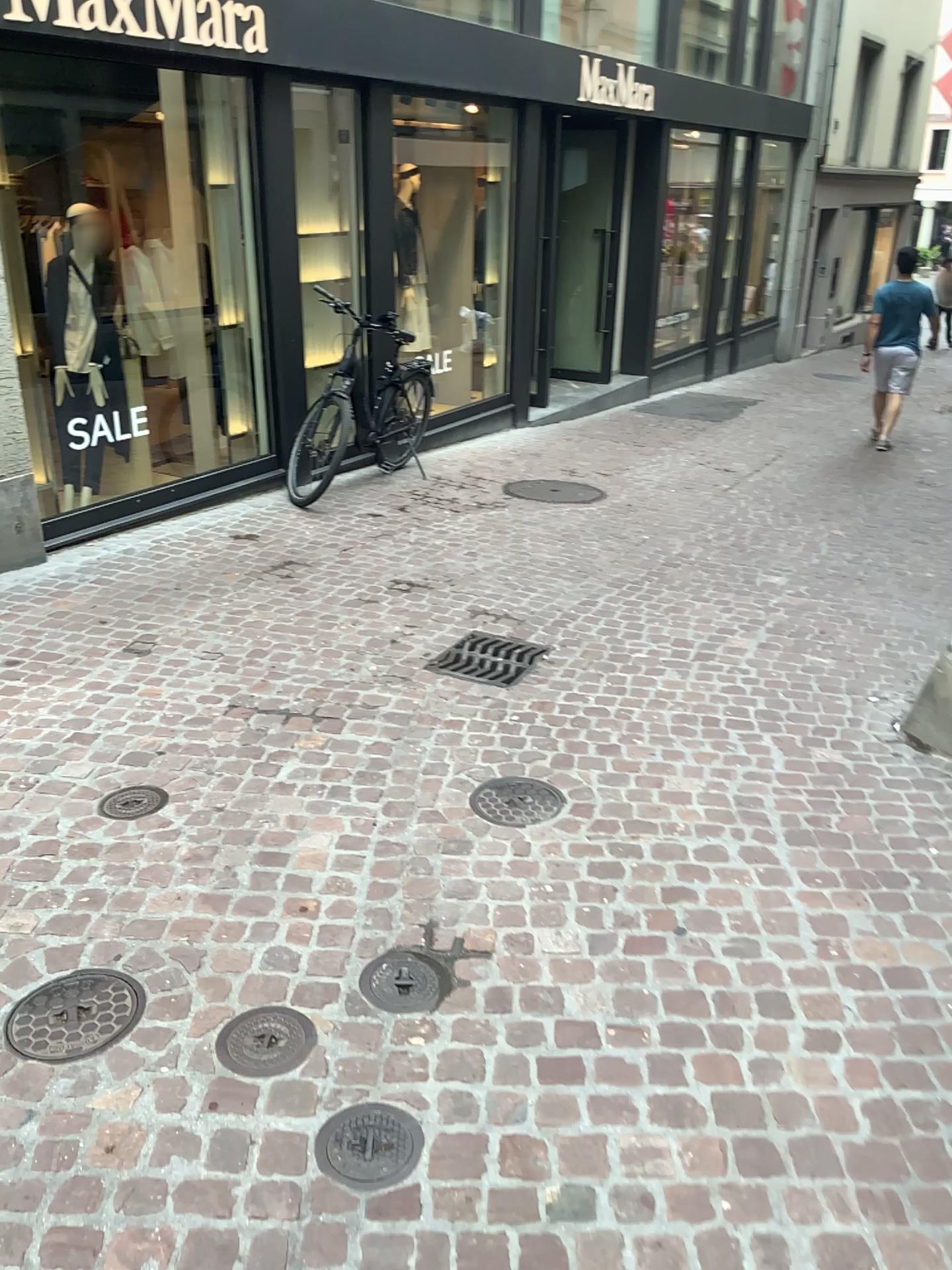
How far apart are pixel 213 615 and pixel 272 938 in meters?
2.4

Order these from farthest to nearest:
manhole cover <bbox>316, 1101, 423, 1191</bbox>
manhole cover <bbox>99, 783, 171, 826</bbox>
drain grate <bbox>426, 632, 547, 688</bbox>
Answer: drain grate <bbox>426, 632, 547, 688</bbox> → manhole cover <bbox>99, 783, 171, 826</bbox> → manhole cover <bbox>316, 1101, 423, 1191</bbox>

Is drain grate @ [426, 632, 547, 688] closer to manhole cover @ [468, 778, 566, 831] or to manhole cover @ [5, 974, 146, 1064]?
manhole cover @ [468, 778, 566, 831]

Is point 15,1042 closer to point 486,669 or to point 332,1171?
point 332,1171

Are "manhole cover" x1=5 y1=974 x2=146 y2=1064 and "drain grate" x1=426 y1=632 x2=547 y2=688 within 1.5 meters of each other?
no

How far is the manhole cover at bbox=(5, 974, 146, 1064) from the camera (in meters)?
2.22

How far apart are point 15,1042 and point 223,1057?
0.4 meters

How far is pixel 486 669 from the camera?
4.2m

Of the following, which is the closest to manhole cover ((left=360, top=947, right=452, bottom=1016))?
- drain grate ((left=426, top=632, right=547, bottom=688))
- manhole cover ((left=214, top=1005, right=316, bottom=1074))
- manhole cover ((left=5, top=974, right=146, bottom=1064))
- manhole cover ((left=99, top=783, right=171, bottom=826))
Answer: manhole cover ((left=214, top=1005, right=316, bottom=1074))

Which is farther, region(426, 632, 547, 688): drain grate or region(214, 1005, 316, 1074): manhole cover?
region(426, 632, 547, 688): drain grate
